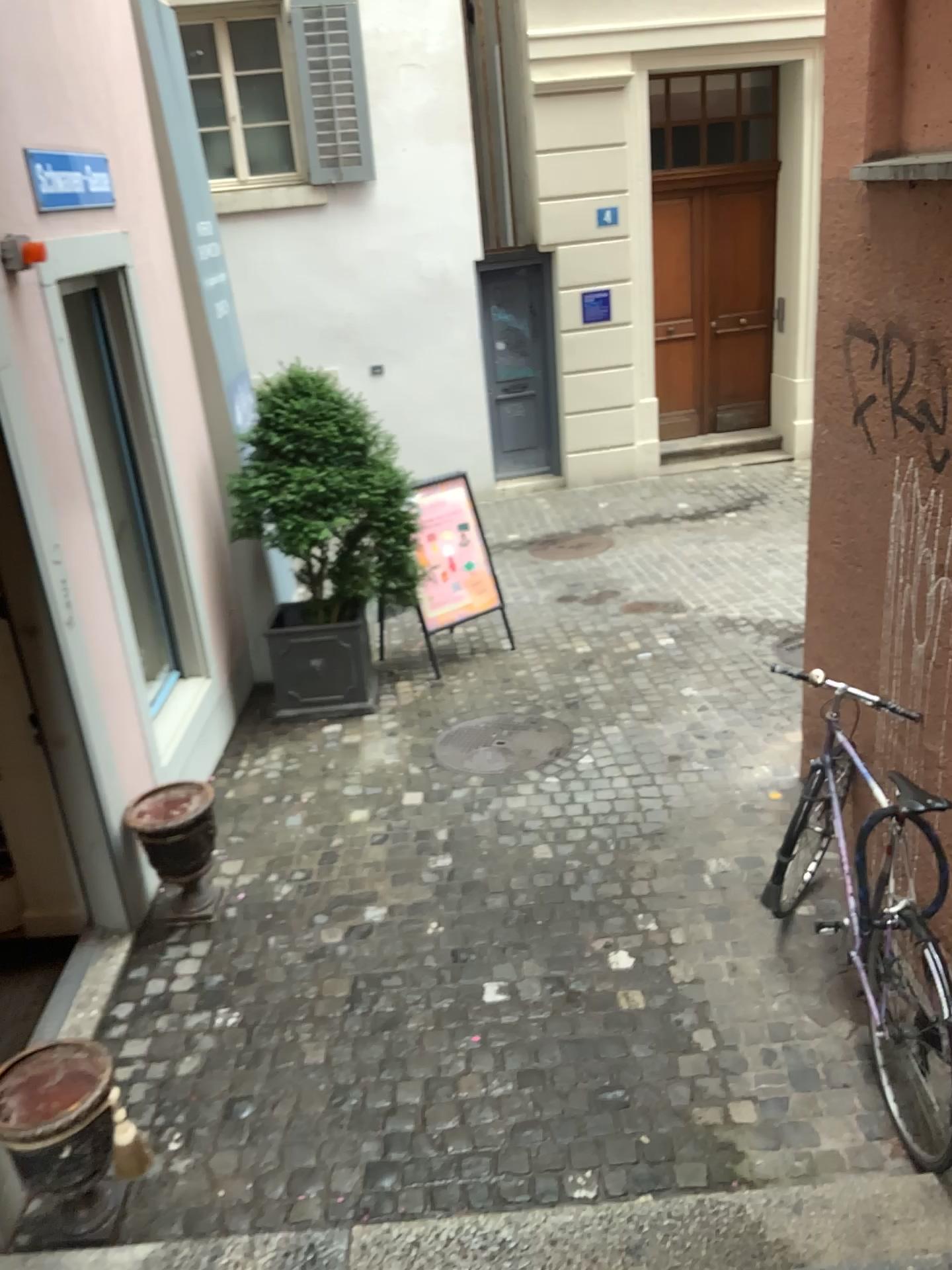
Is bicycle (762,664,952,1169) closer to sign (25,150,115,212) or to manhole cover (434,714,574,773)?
manhole cover (434,714,574,773)

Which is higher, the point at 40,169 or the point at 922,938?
the point at 40,169

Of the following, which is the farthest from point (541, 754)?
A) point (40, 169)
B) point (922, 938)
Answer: point (40, 169)

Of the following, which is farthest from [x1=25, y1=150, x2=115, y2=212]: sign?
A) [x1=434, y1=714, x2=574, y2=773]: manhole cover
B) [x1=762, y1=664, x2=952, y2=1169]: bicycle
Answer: [x1=762, y1=664, x2=952, y2=1169]: bicycle

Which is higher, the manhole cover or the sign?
the sign

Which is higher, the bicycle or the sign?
the sign

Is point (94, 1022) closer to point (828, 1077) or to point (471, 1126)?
point (471, 1126)

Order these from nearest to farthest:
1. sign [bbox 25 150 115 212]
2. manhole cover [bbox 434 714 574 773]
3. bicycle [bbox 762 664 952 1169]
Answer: bicycle [bbox 762 664 952 1169], sign [bbox 25 150 115 212], manhole cover [bbox 434 714 574 773]

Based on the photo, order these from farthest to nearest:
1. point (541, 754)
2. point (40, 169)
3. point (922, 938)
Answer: point (541, 754), point (40, 169), point (922, 938)

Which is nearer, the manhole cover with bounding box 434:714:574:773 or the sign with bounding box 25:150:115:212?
the sign with bounding box 25:150:115:212
